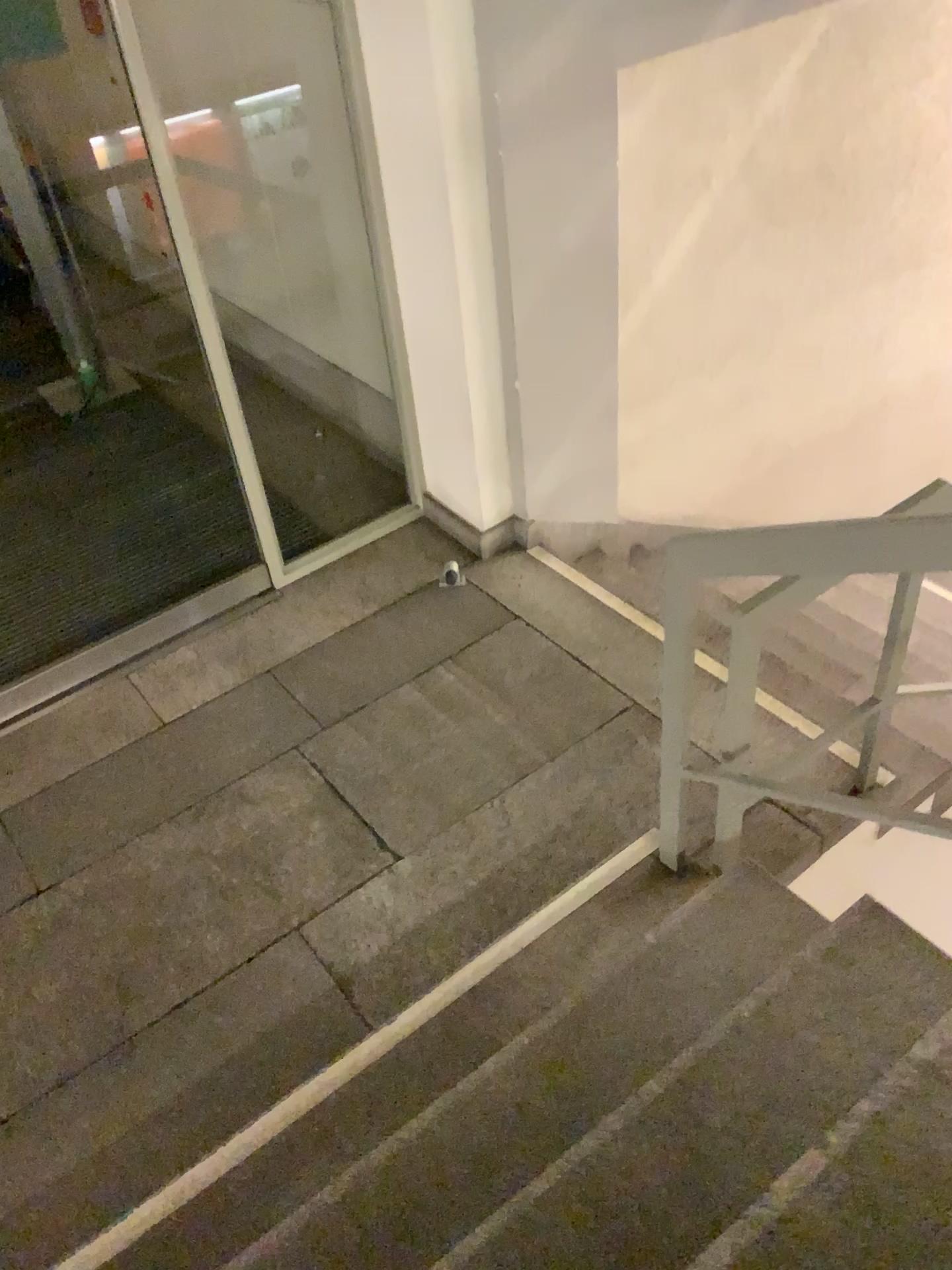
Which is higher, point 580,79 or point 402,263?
point 580,79
